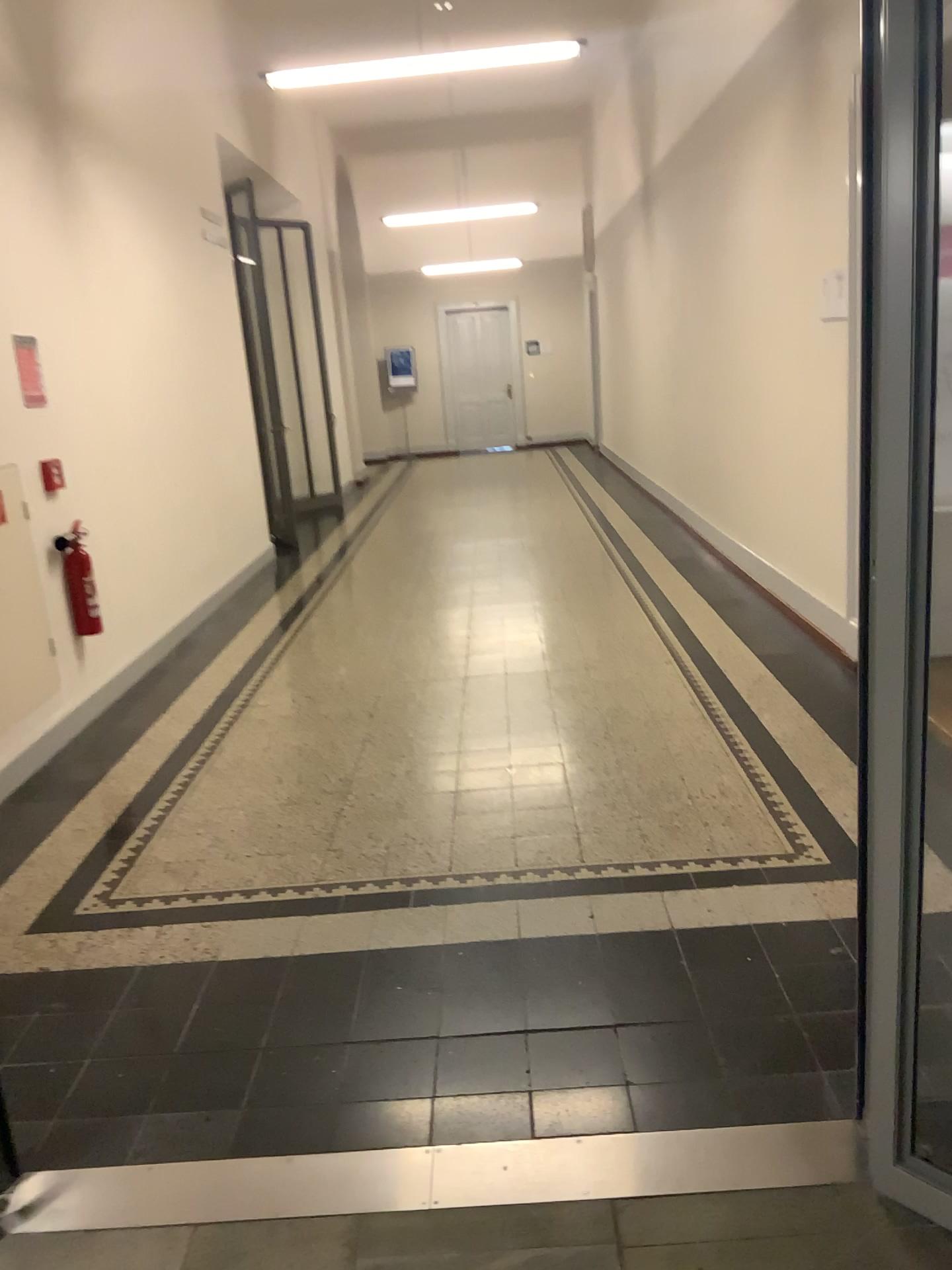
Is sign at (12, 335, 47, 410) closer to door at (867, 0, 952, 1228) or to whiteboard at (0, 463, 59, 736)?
whiteboard at (0, 463, 59, 736)

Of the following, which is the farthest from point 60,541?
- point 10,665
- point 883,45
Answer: point 883,45

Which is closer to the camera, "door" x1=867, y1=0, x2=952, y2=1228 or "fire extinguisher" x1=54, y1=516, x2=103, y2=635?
"door" x1=867, y1=0, x2=952, y2=1228

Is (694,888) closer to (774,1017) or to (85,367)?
(774,1017)

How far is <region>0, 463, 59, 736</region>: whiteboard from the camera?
4.4m

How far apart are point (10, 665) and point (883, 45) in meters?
4.0

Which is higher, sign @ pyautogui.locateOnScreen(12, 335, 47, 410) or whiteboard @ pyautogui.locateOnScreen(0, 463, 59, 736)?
sign @ pyautogui.locateOnScreen(12, 335, 47, 410)

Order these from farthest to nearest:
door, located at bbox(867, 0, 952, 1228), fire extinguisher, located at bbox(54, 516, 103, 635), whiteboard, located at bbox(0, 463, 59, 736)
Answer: fire extinguisher, located at bbox(54, 516, 103, 635)
whiteboard, located at bbox(0, 463, 59, 736)
door, located at bbox(867, 0, 952, 1228)

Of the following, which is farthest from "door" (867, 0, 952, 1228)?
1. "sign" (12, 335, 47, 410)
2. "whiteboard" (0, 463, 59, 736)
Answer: "sign" (12, 335, 47, 410)

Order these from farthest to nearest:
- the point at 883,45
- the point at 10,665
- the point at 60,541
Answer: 1. the point at 60,541
2. the point at 10,665
3. the point at 883,45
